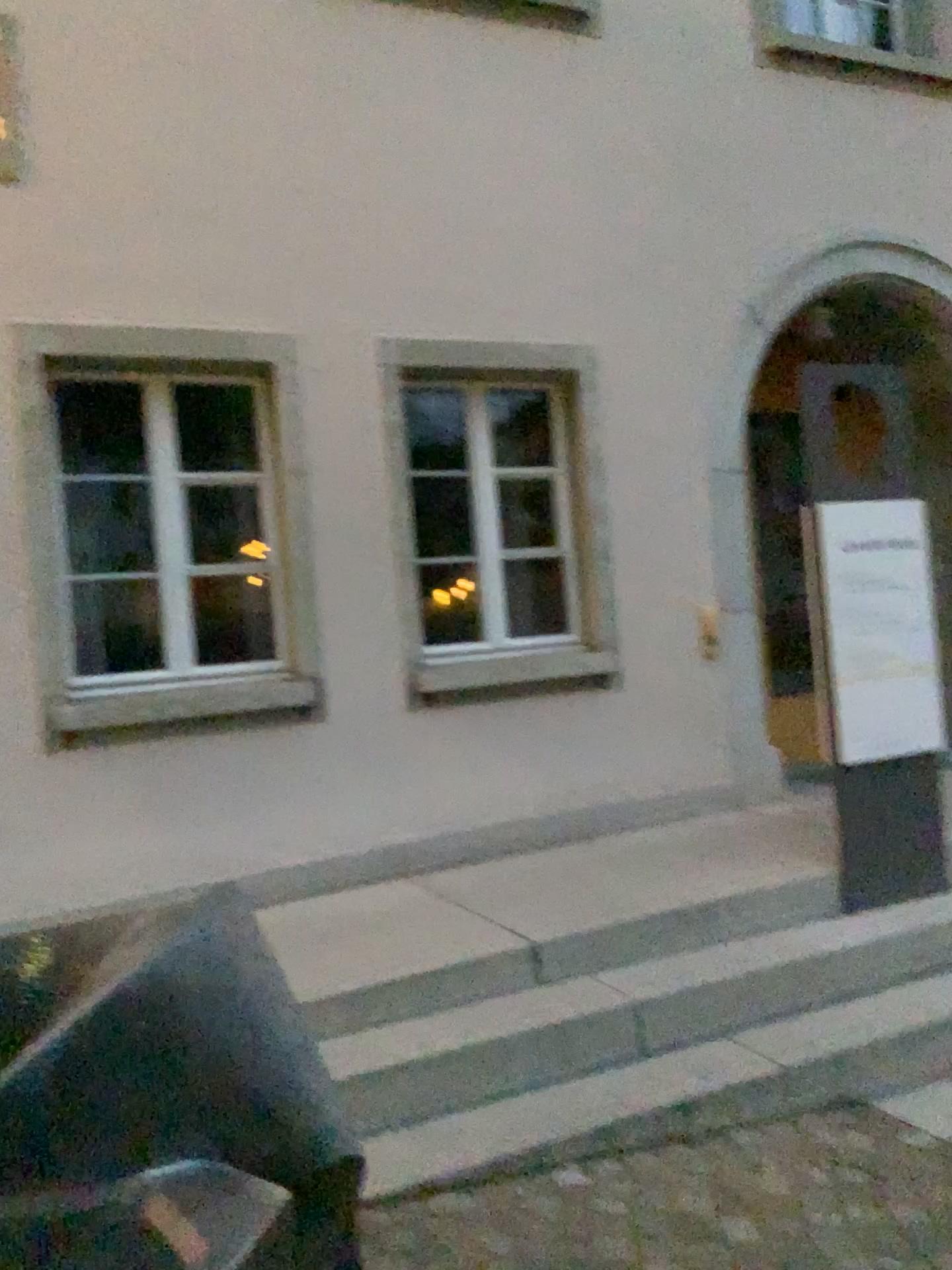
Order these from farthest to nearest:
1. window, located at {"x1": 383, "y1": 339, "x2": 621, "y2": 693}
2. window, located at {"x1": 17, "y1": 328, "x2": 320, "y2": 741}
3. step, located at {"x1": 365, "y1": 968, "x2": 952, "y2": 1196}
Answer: window, located at {"x1": 383, "y1": 339, "x2": 621, "y2": 693} < window, located at {"x1": 17, "y1": 328, "x2": 320, "y2": 741} < step, located at {"x1": 365, "y1": 968, "x2": 952, "y2": 1196}

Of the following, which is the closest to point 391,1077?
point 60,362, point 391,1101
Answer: point 391,1101

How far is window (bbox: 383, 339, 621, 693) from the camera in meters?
4.8

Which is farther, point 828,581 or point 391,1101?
point 828,581

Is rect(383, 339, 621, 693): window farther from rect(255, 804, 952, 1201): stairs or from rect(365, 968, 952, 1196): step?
rect(365, 968, 952, 1196): step

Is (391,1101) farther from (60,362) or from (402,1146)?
(60,362)

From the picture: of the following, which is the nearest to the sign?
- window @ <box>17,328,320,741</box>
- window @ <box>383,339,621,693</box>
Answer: window @ <box>383,339,621,693</box>

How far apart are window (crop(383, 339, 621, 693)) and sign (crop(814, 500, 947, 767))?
1.28m

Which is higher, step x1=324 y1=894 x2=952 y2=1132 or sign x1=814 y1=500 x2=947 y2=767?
sign x1=814 y1=500 x2=947 y2=767

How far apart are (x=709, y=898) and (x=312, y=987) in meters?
1.4
